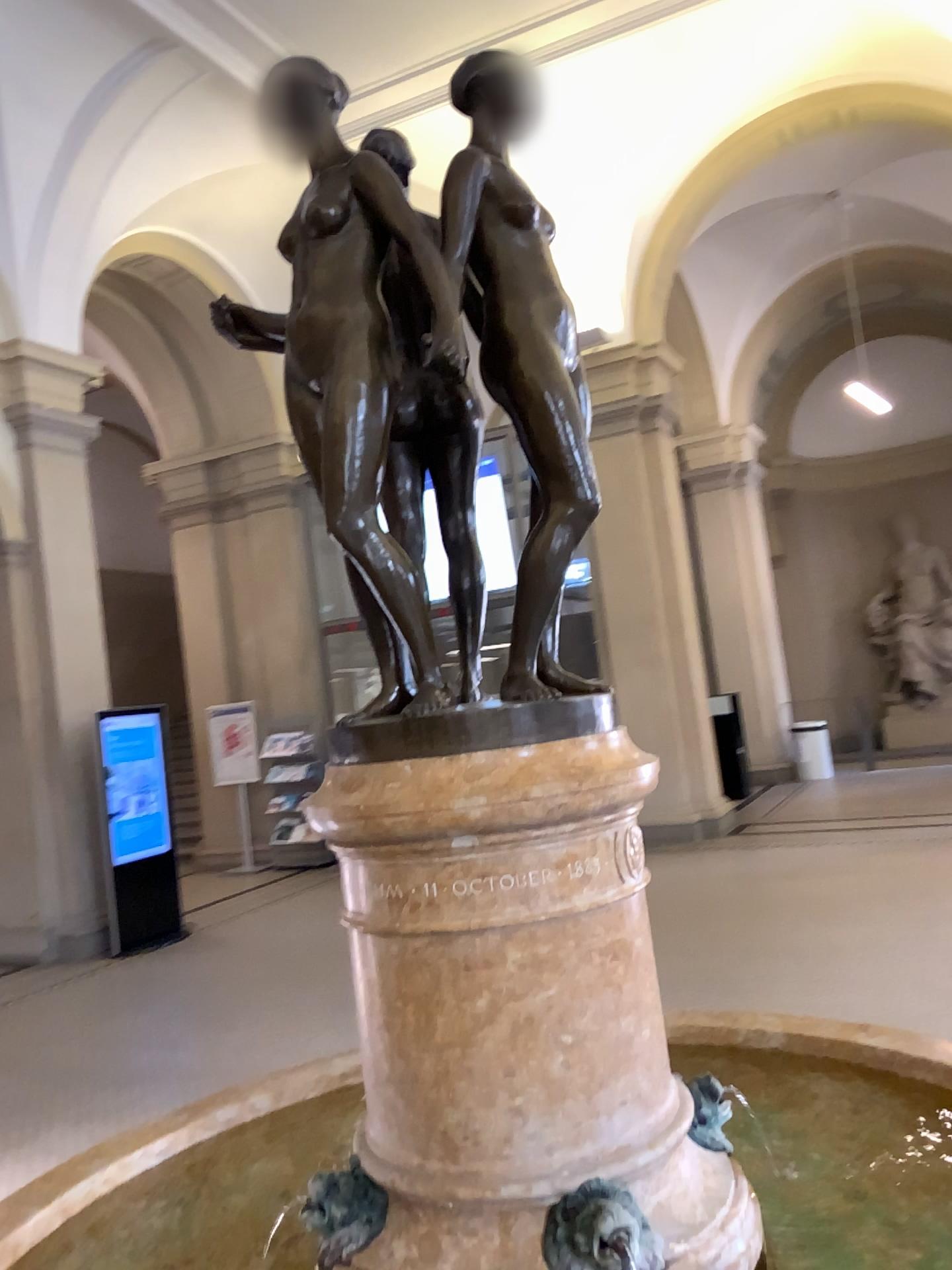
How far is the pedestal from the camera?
1.36m

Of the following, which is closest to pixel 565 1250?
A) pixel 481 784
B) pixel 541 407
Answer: pixel 481 784

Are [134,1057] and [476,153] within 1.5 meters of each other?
no

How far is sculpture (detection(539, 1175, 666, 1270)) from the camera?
1.3 meters

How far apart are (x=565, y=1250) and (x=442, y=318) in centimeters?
122cm

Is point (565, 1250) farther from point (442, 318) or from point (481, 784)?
point (442, 318)

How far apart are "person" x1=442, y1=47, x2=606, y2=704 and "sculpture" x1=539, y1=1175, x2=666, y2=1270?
0.64m

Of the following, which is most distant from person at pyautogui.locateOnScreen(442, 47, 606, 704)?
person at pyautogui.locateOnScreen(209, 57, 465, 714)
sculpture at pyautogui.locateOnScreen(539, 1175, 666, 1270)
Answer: sculpture at pyautogui.locateOnScreen(539, 1175, 666, 1270)

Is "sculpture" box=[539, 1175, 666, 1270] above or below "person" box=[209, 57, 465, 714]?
below

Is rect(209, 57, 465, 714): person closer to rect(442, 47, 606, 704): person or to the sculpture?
rect(442, 47, 606, 704): person
